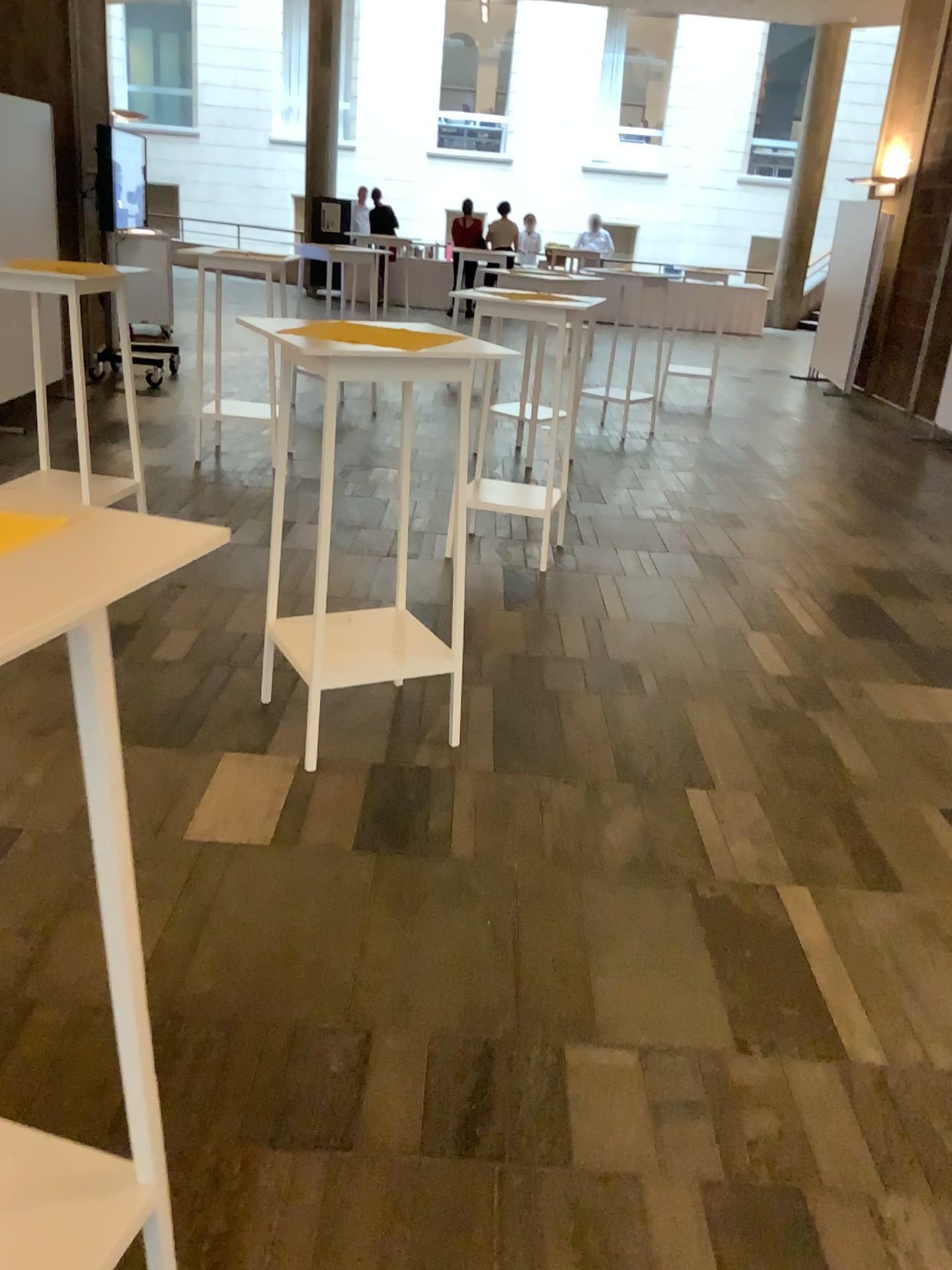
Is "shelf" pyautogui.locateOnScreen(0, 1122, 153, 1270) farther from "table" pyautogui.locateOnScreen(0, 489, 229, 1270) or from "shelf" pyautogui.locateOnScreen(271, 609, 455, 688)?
"shelf" pyautogui.locateOnScreen(271, 609, 455, 688)

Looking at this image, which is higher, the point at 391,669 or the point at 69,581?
the point at 69,581

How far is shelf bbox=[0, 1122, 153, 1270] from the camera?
1.3m

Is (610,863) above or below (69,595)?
below

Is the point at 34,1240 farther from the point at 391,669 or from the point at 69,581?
the point at 391,669

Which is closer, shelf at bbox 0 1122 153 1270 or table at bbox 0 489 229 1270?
table at bbox 0 489 229 1270

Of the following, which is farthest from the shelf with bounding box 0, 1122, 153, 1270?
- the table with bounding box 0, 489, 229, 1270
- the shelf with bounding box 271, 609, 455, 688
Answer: the shelf with bounding box 271, 609, 455, 688

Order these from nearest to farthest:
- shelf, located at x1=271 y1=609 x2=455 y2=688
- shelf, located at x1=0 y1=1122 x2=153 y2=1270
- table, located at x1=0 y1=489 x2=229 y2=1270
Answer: table, located at x1=0 y1=489 x2=229 y2=1270 < shelf, located at x1=0 y1=1122 x2=153 y2=1270 < shelf, located at x1=271 y1=609 x2=455 y2=688

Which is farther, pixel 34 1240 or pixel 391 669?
pixel 391 669
